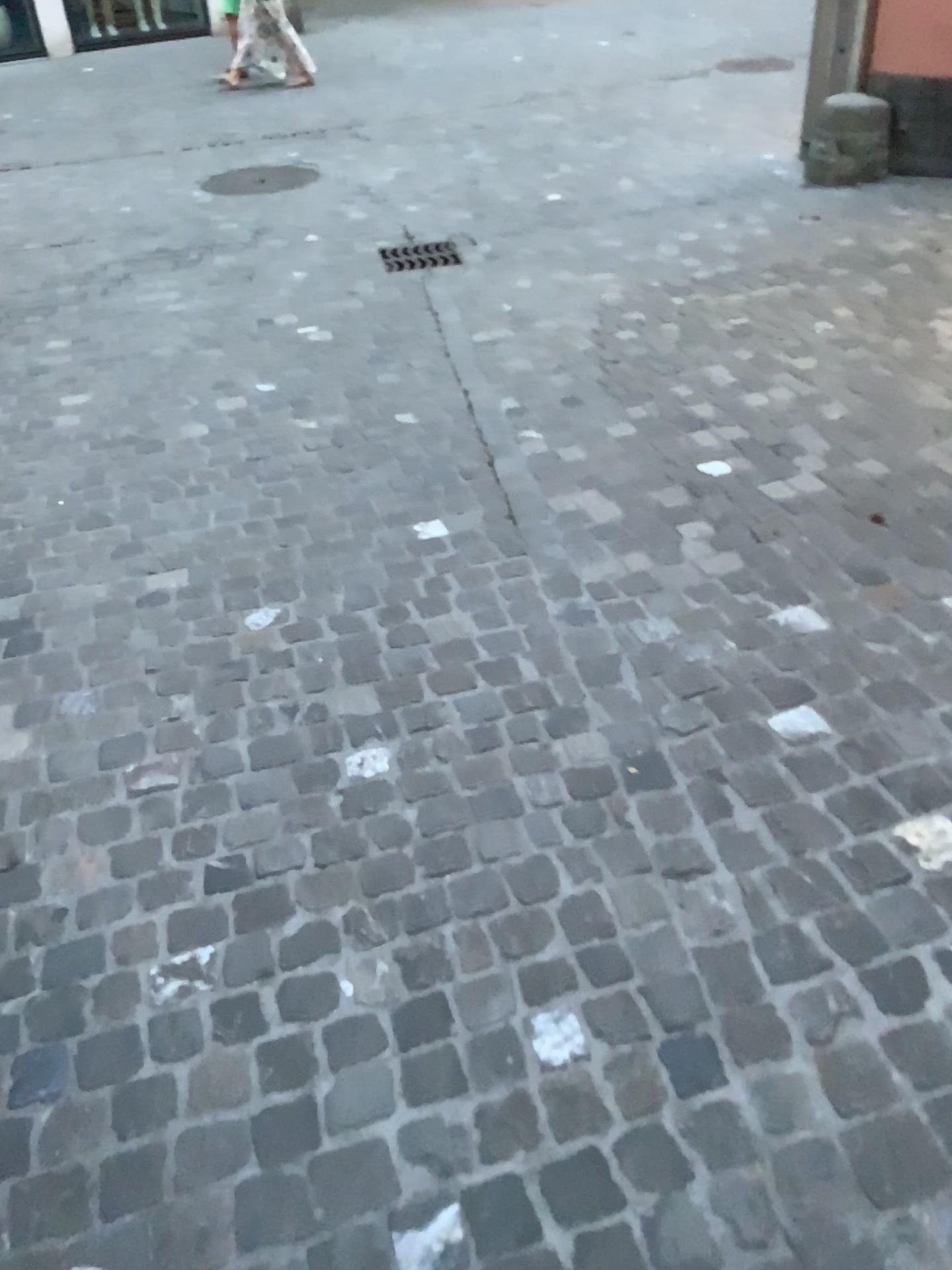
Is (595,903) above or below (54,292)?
above
